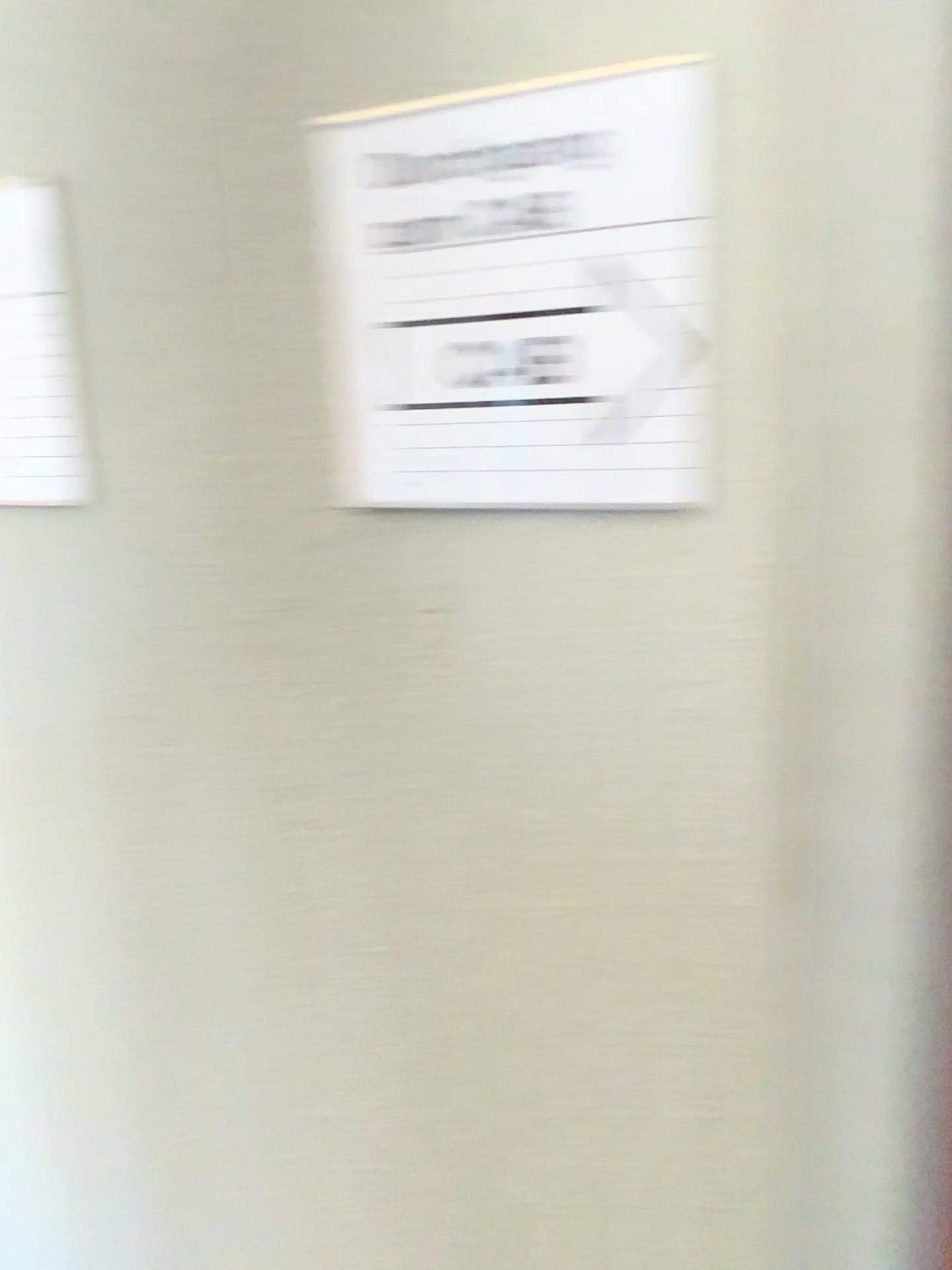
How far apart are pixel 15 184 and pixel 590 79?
0.4m

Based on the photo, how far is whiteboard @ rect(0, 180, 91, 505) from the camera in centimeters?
70cm

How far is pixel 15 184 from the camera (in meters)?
0.70

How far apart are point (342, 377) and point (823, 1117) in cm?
48

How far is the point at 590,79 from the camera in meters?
0.5 m

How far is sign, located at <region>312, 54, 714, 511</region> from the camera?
0.5m
